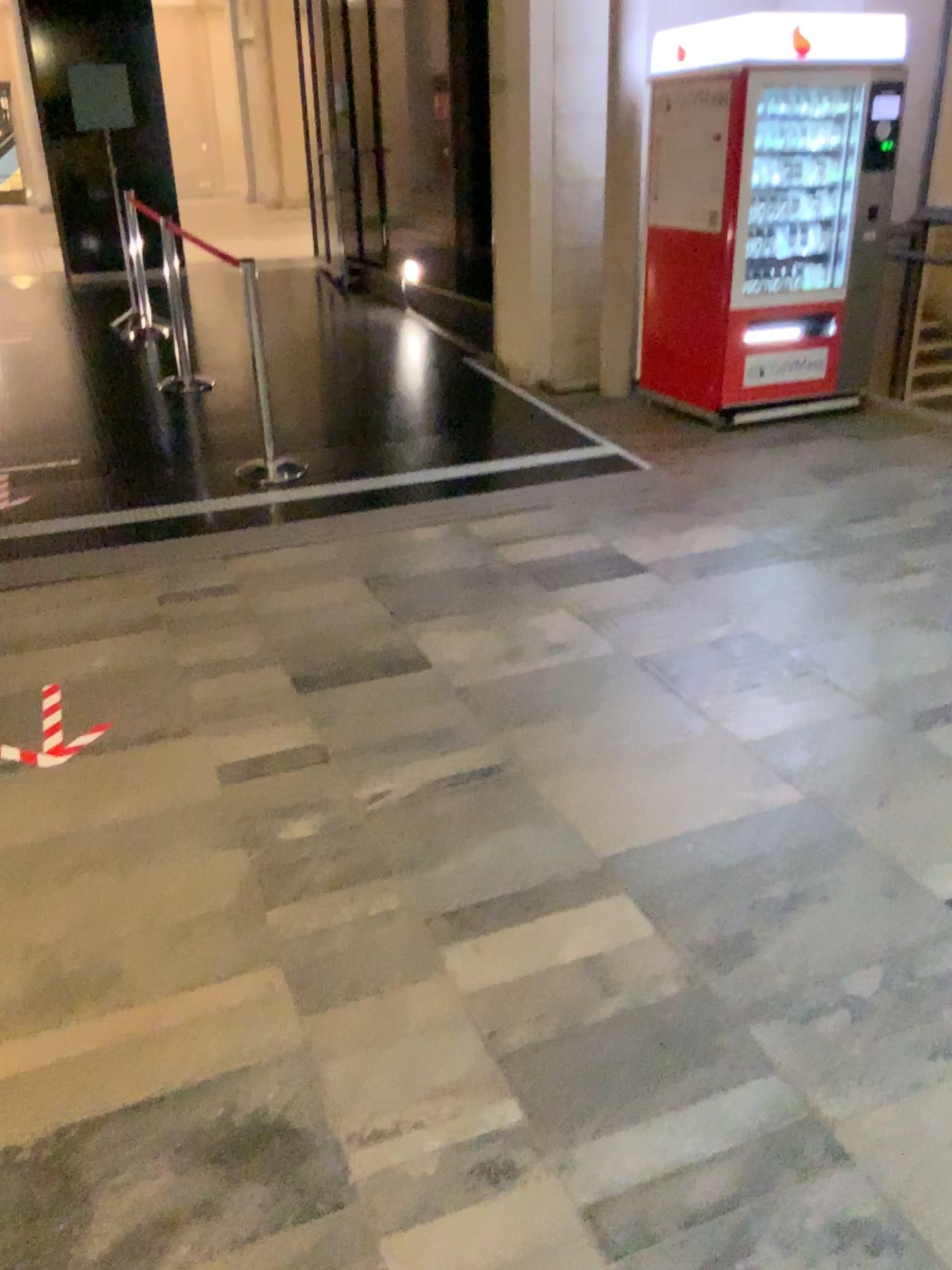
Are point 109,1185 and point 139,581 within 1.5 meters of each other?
no
